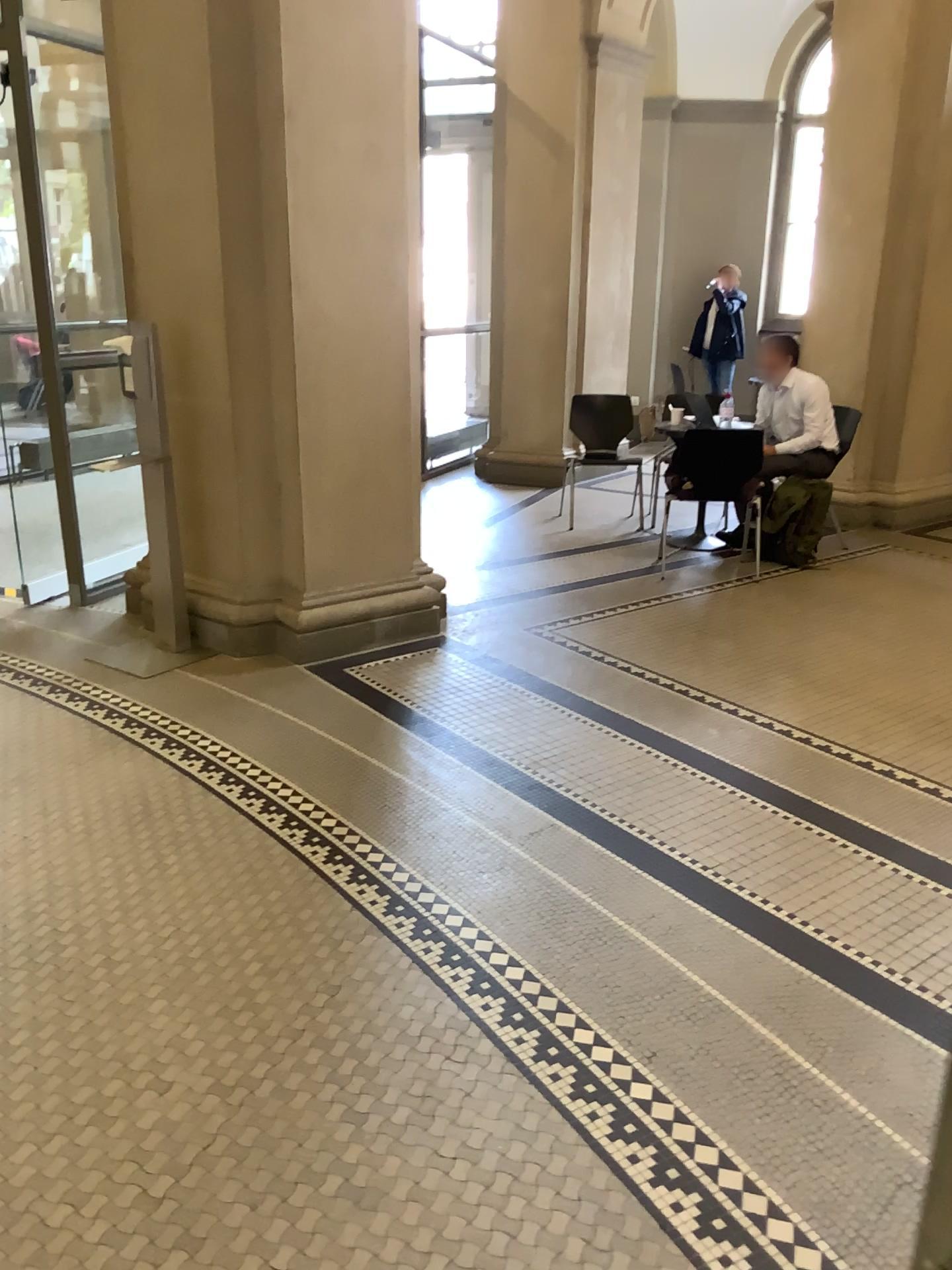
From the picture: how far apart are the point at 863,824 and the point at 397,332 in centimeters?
260cm
